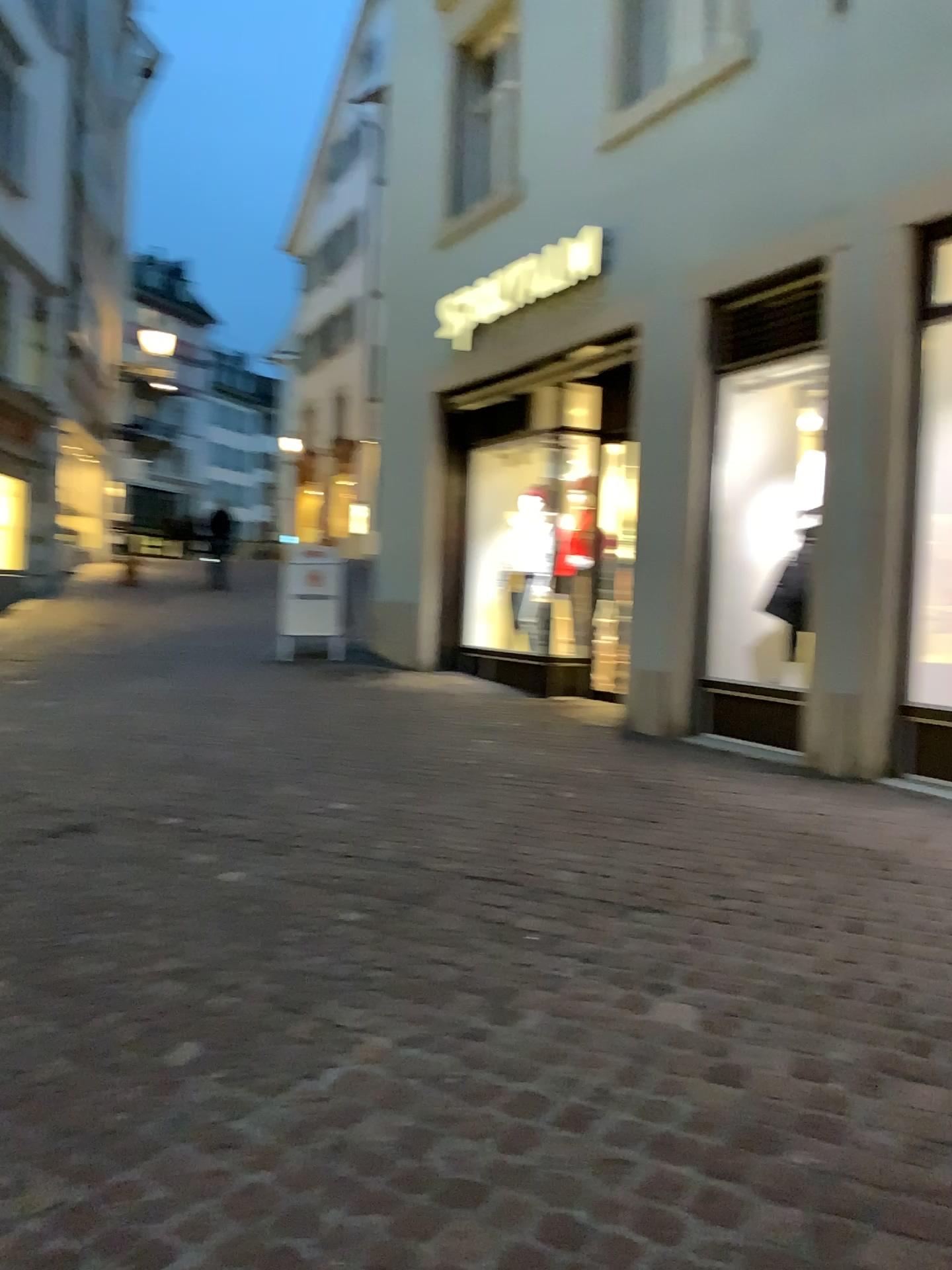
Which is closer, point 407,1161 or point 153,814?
point 407,1161
